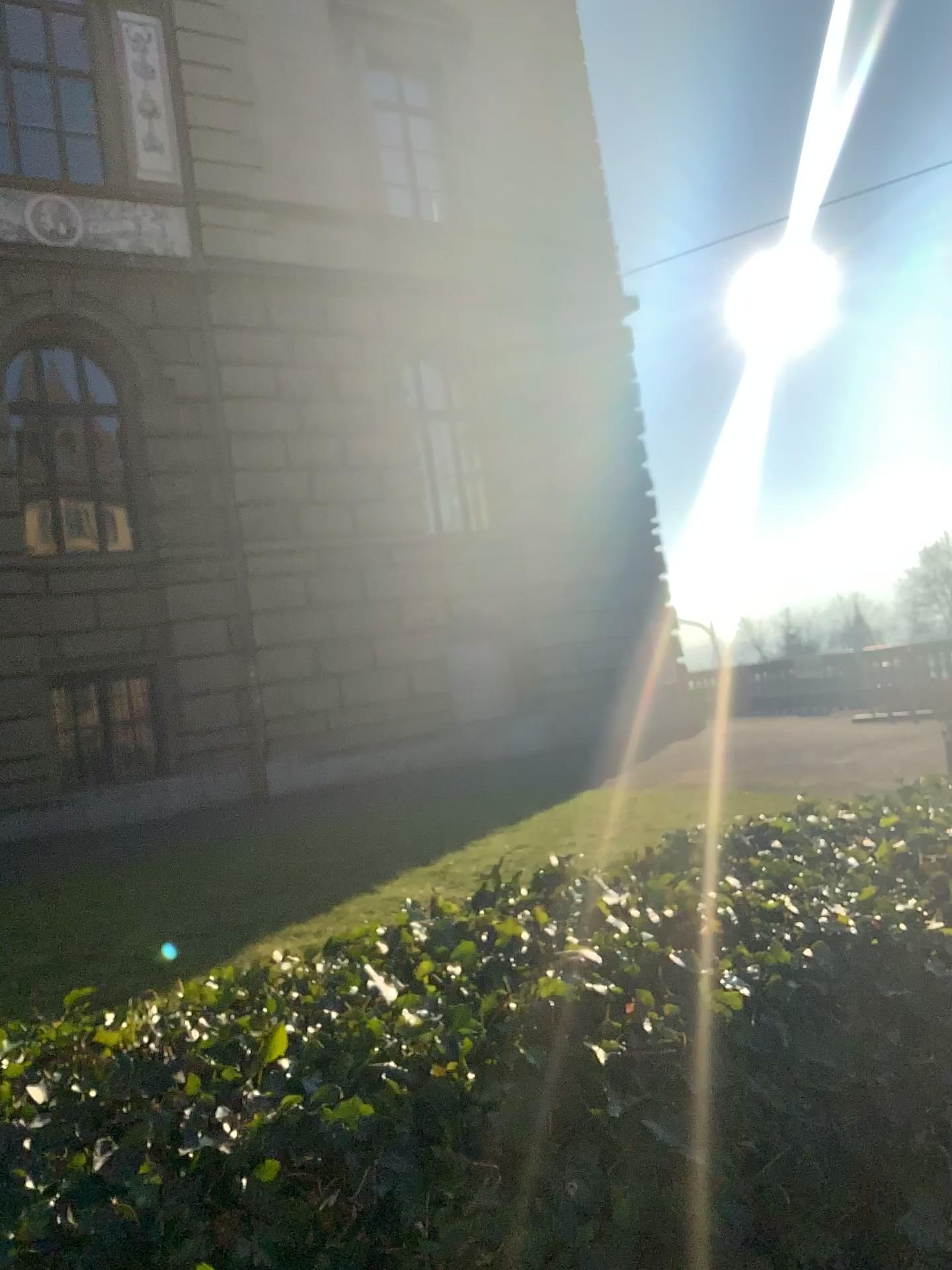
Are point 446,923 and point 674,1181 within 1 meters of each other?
yes
